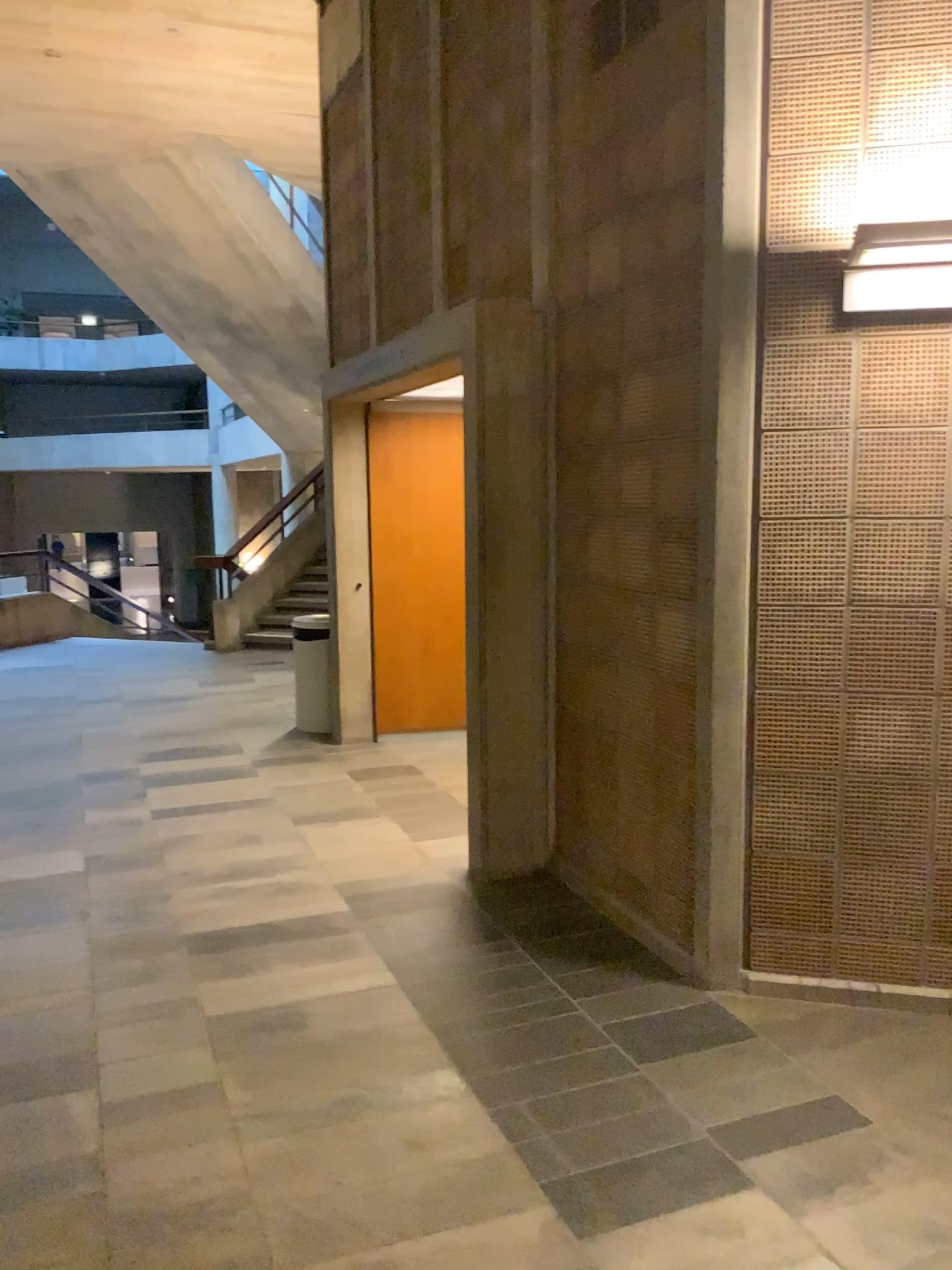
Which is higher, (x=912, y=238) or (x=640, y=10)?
(x=640, y=10)

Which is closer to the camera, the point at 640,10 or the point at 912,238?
the point at 912,238

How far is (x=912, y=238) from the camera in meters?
2.9

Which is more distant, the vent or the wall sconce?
the vent

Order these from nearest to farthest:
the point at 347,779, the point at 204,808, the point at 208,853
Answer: the point at 208,853, the point at 204,808, the point at 347,779

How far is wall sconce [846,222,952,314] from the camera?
2.88m

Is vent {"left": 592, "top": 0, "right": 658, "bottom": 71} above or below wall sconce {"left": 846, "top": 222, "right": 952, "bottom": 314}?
above
